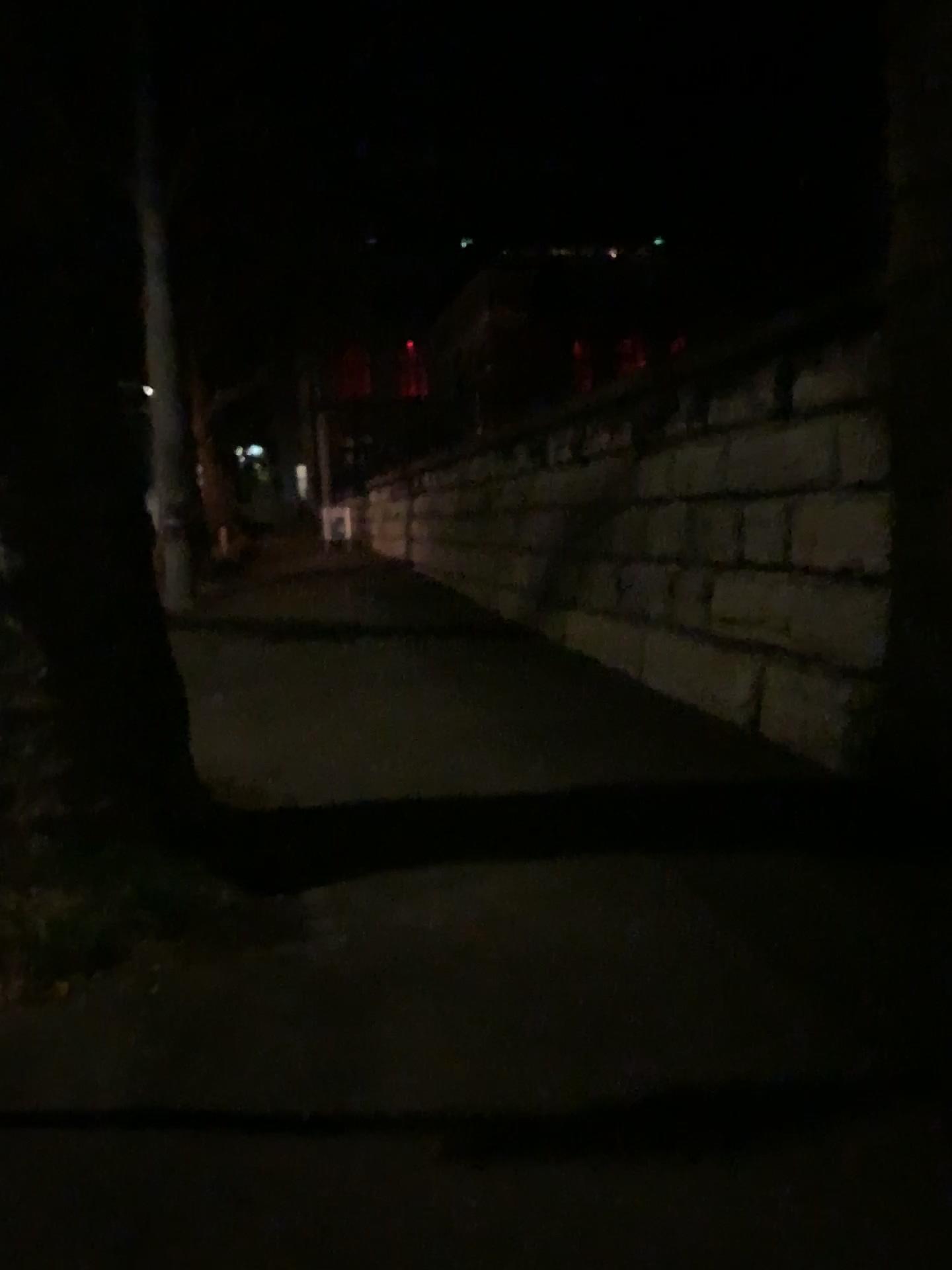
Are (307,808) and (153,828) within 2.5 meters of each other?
yes
